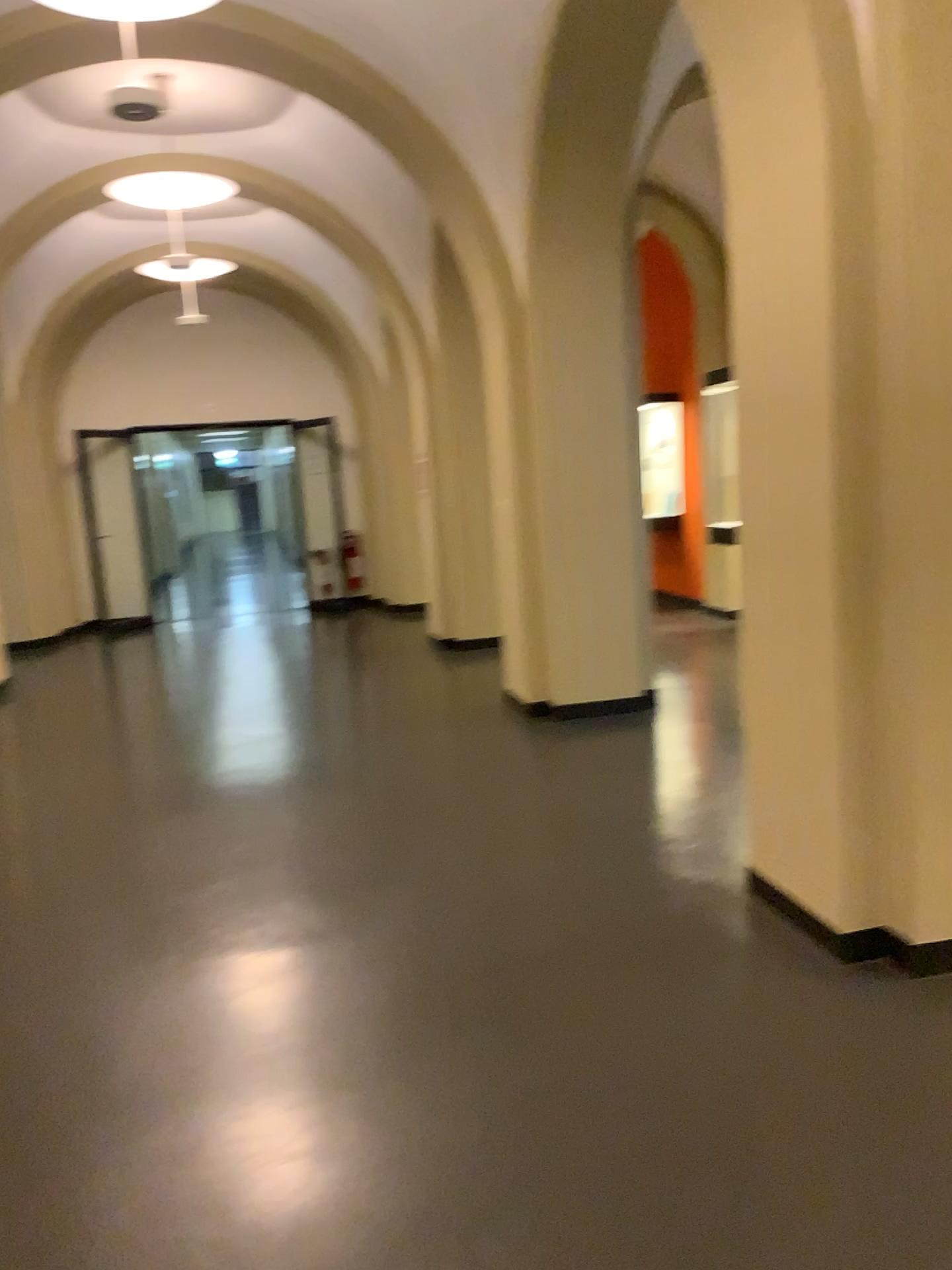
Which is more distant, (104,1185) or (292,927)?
(292,927)
